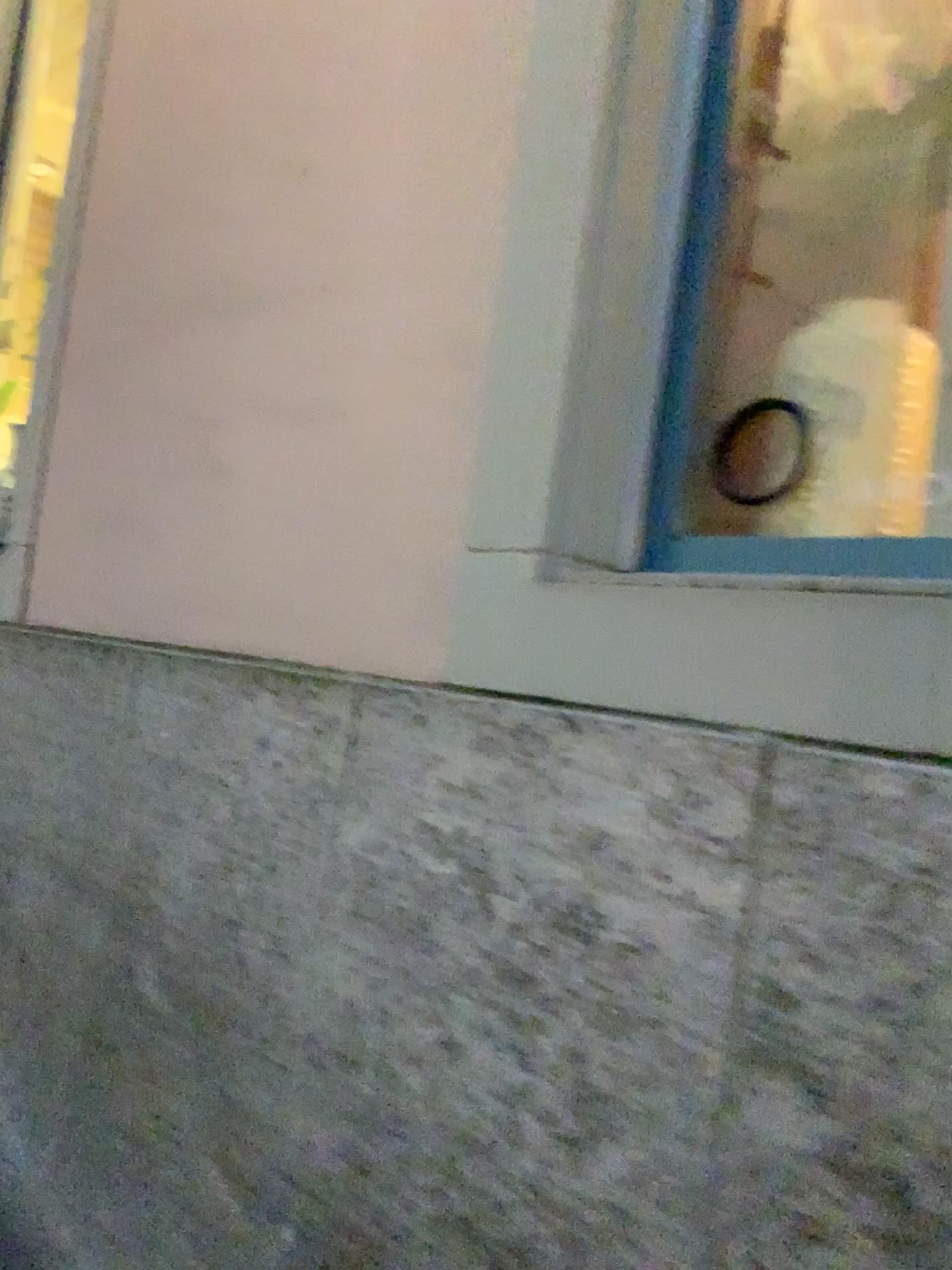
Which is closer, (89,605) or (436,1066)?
(436,1066)

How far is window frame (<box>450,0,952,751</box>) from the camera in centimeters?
117cm

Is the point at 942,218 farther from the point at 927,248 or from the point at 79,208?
the point at 79,208

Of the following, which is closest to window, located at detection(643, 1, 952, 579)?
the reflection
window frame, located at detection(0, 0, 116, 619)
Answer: the reflection

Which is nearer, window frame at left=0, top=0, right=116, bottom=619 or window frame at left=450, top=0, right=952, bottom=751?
window frame at left=450, top=0, right=952, bottom=751

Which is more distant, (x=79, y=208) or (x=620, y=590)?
(x=79, y=208)

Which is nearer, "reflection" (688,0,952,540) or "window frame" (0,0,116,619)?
"reflection" (688,0,952,540)

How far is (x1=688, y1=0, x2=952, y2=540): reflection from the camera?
1.2m

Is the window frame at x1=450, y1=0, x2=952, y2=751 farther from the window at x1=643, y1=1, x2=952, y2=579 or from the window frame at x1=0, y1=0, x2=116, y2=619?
the window frame at x1=0, y1=0, x2=116, y2=619

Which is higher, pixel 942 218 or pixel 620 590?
pixel 942 218
